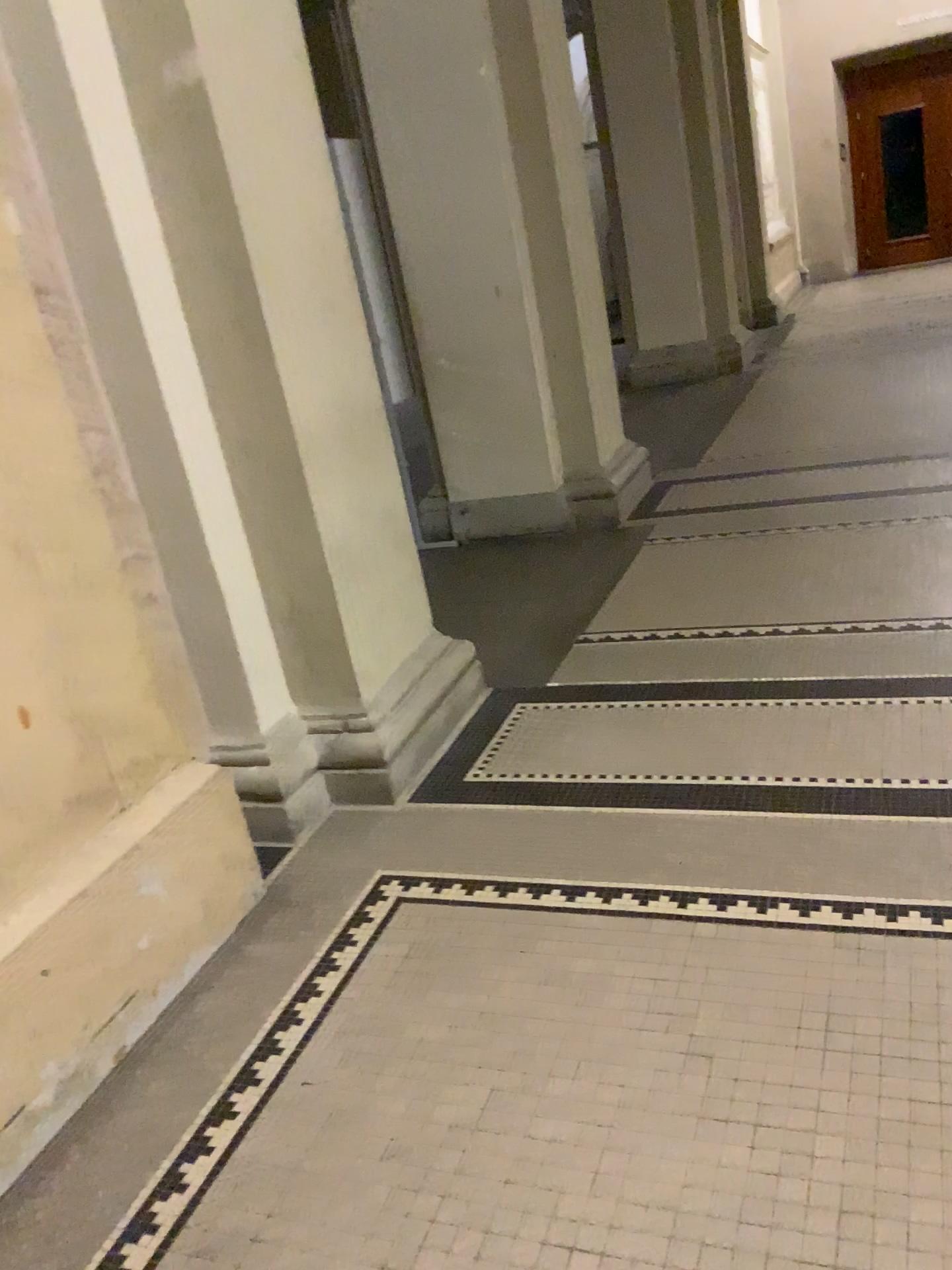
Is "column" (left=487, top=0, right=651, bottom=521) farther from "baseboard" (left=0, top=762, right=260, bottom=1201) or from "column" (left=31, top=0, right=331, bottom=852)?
"baseboard" (left=0, top=762, right=260, bottom=1201)

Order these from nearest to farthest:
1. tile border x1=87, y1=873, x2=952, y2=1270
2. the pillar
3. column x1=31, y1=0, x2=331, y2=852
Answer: tile border x1=87, y1=873, x2=952, y2=1270 → column x1=31, y1=0, x2=331, y2=852 → the pillar

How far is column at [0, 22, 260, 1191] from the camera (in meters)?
1.90

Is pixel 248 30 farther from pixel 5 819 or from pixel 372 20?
pixel 372 20

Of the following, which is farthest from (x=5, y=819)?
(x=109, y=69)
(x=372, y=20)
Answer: → (x=372, y=20)

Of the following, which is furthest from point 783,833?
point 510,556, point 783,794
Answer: point 510,556

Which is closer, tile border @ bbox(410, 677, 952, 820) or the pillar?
tile border @ bbox(410, 677, 952, 820)

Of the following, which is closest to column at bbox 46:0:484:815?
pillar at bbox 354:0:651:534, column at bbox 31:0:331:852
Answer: column at bbox 31:0:331:852

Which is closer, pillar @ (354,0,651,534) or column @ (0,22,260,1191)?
column @ (0,22,260,1191)

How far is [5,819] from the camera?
1.9m
